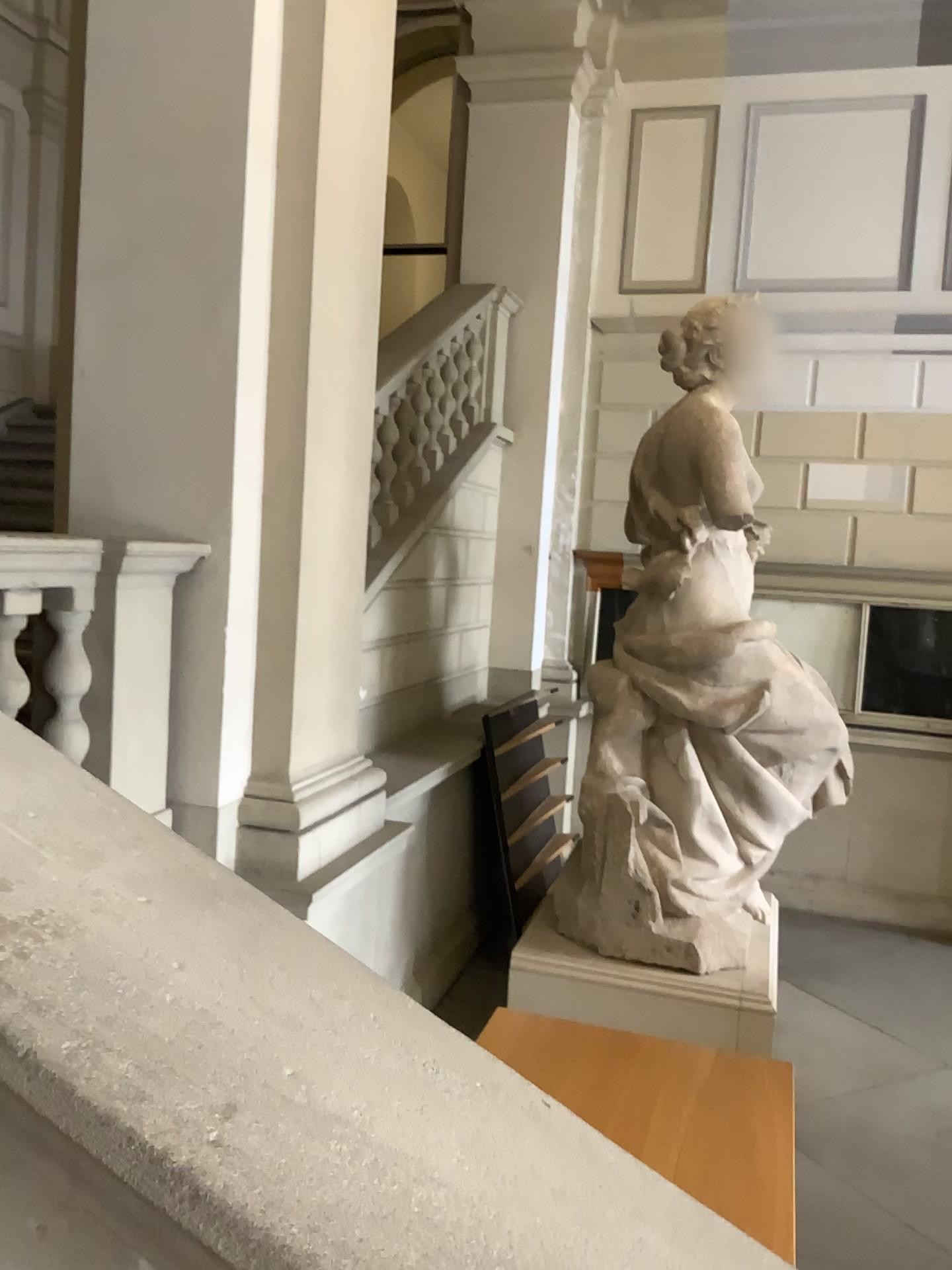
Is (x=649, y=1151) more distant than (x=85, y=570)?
No

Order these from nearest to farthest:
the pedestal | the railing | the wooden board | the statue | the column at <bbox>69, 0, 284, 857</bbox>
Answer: the wooden board, the railing, the column at <bbox>69, 0, 284, 857</bbox>, the pedestal, the statue

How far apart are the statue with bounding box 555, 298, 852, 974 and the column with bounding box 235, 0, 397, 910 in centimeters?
149cm

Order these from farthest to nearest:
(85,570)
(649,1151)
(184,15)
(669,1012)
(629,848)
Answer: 1. (629,848)
2. (669,1012)
3. (184,15)
4. (85,570)
5. (649,1151)

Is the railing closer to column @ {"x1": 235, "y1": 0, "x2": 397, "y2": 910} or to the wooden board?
column @ {"x1": 235, "y1": 0, "x2": 397, "y2": 910}

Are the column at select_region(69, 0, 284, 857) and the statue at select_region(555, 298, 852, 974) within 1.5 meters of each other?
no

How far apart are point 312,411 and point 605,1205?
3.08m

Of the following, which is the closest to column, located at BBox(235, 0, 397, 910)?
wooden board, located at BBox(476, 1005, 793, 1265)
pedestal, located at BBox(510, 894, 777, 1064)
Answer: wooden board, located at BBox(476, 1005, 793, 1265)

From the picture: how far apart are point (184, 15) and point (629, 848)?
3.7 meters

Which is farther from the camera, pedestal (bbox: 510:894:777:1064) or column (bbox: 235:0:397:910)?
pedestal (bbox: 510:894:777:1064)
